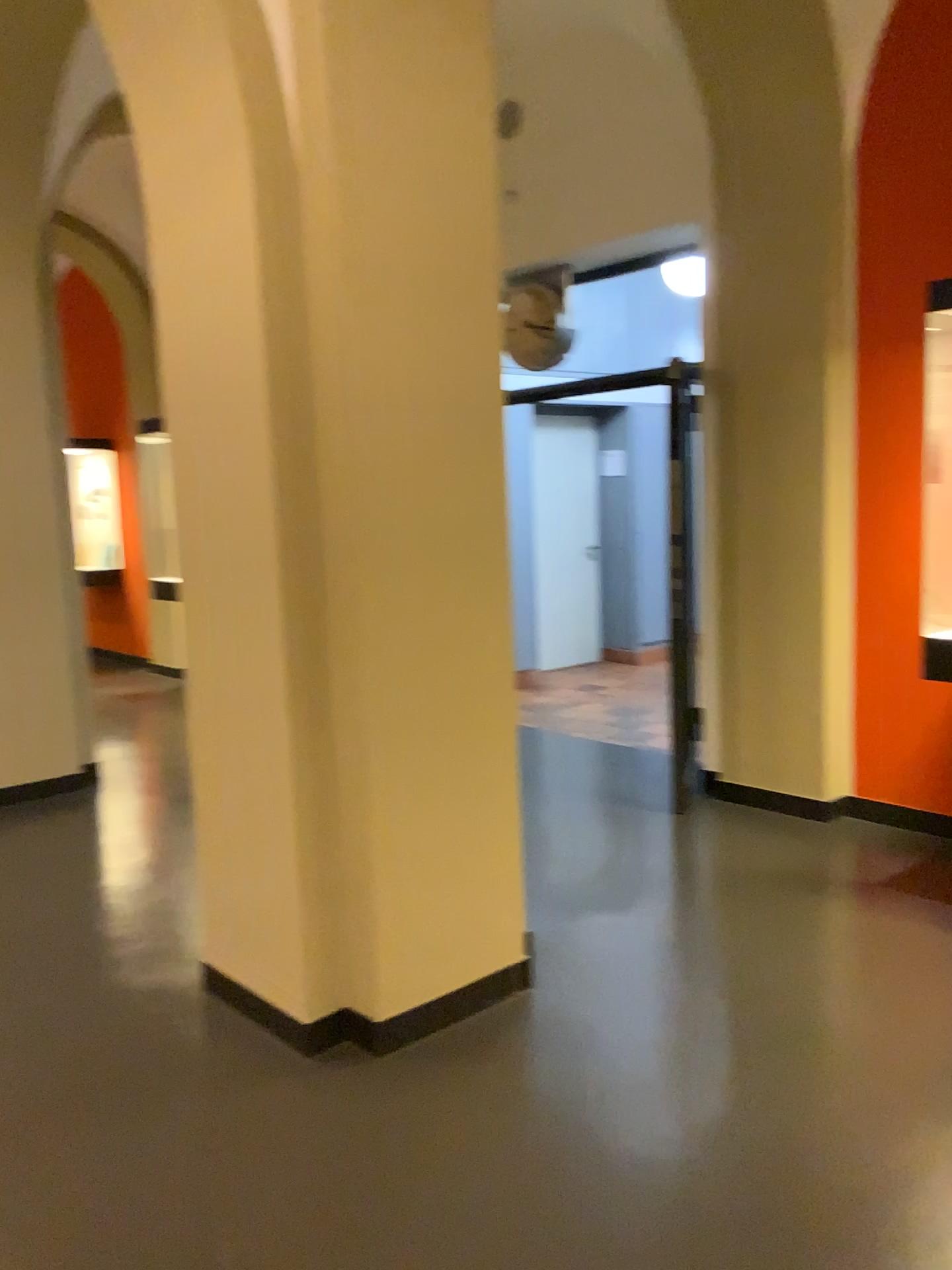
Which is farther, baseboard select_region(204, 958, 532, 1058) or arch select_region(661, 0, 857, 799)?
arch select_region(661, 0, 857, 799)

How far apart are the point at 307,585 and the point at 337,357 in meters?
0.6

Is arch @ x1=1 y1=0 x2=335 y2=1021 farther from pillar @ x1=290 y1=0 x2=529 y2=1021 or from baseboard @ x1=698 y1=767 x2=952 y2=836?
baseboard @ x1=698 y1=767 x2=952 y2=836

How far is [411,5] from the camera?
2.6 meters

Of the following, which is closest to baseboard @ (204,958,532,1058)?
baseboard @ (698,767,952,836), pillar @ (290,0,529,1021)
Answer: pillar @ (290,0,529,1021)

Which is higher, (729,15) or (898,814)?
(729,15)

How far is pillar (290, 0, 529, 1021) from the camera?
2.58m

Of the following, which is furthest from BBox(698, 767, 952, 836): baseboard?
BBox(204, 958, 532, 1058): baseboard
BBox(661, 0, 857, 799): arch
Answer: BBox(204, 958, 532, 1058): baseboard

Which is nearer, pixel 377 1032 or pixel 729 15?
pixel 377 1032

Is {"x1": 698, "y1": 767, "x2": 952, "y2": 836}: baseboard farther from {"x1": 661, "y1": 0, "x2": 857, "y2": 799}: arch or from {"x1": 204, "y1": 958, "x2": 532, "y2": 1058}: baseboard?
{"x1": 204, "y1": 958, "x2": 532, "y2": 1058}: baseboard
